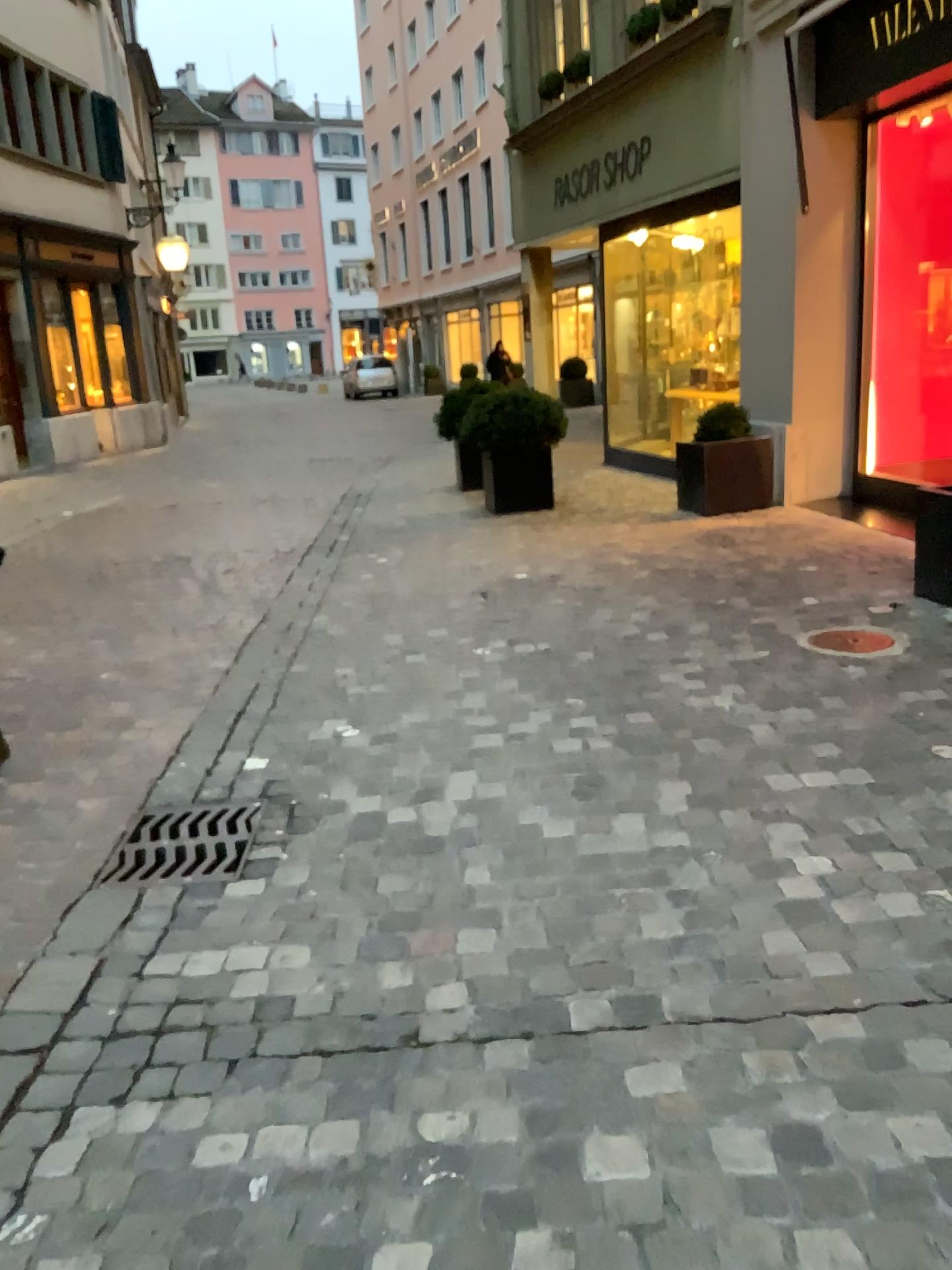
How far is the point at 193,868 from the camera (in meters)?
2.82

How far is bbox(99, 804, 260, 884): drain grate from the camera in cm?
282

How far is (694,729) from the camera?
3.5 meters
